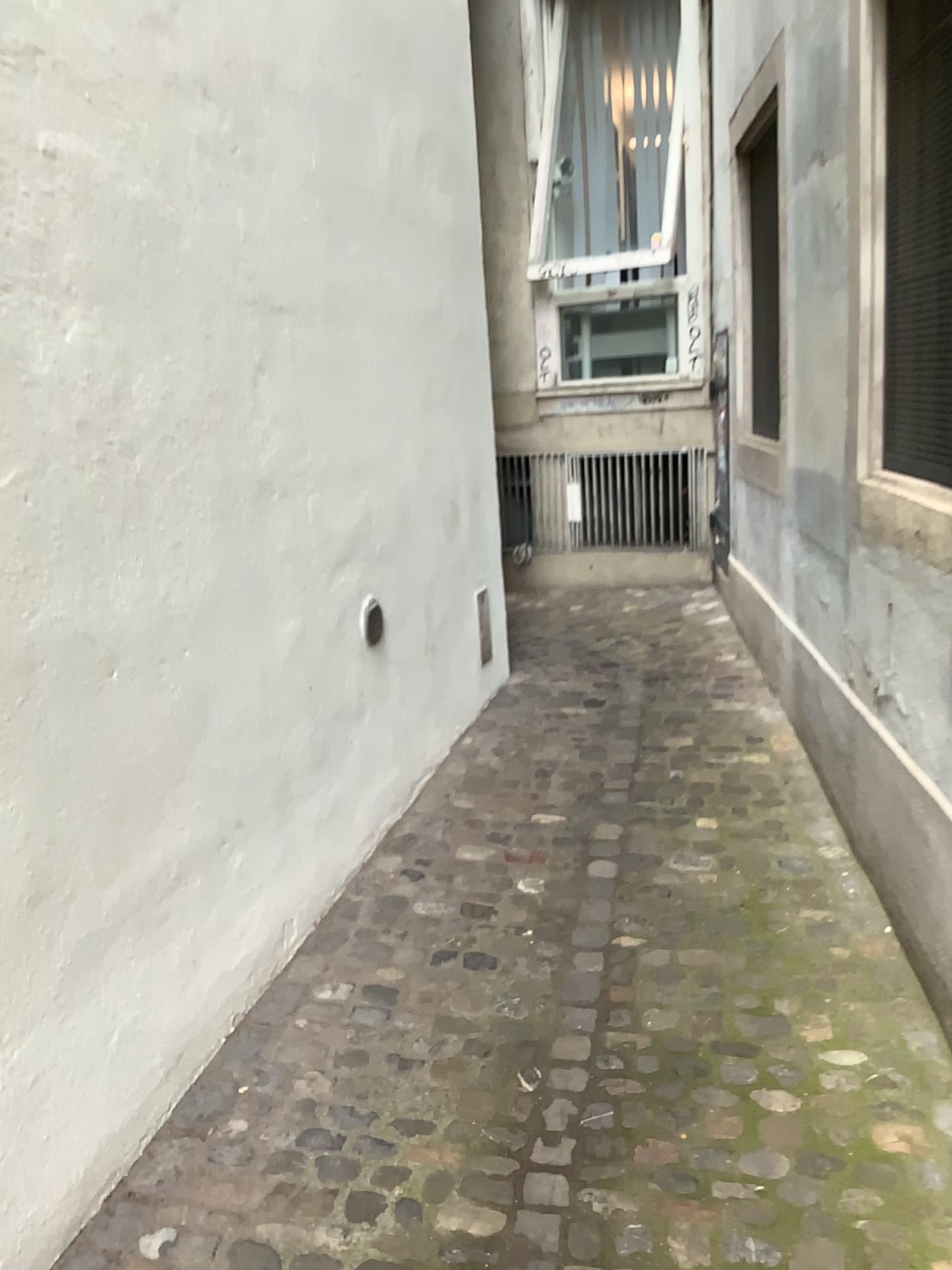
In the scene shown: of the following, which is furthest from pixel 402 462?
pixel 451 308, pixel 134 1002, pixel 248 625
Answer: pixel 134 1002

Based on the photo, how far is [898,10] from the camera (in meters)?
2.53

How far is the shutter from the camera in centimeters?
253cm
